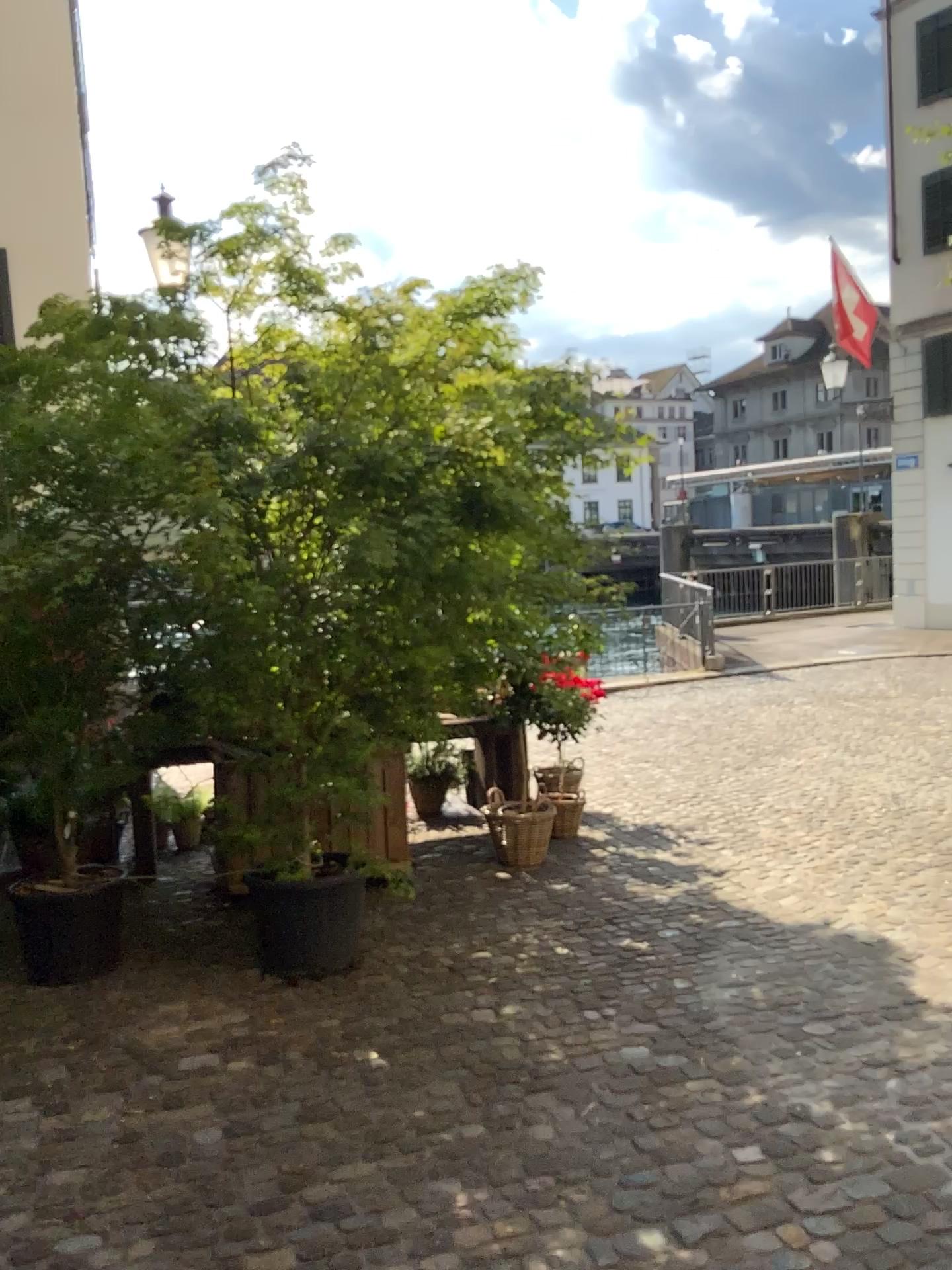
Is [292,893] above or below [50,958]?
above

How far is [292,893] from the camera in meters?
4.2 m

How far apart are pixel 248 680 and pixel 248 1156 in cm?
178

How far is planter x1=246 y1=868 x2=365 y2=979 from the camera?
4.2 meters
